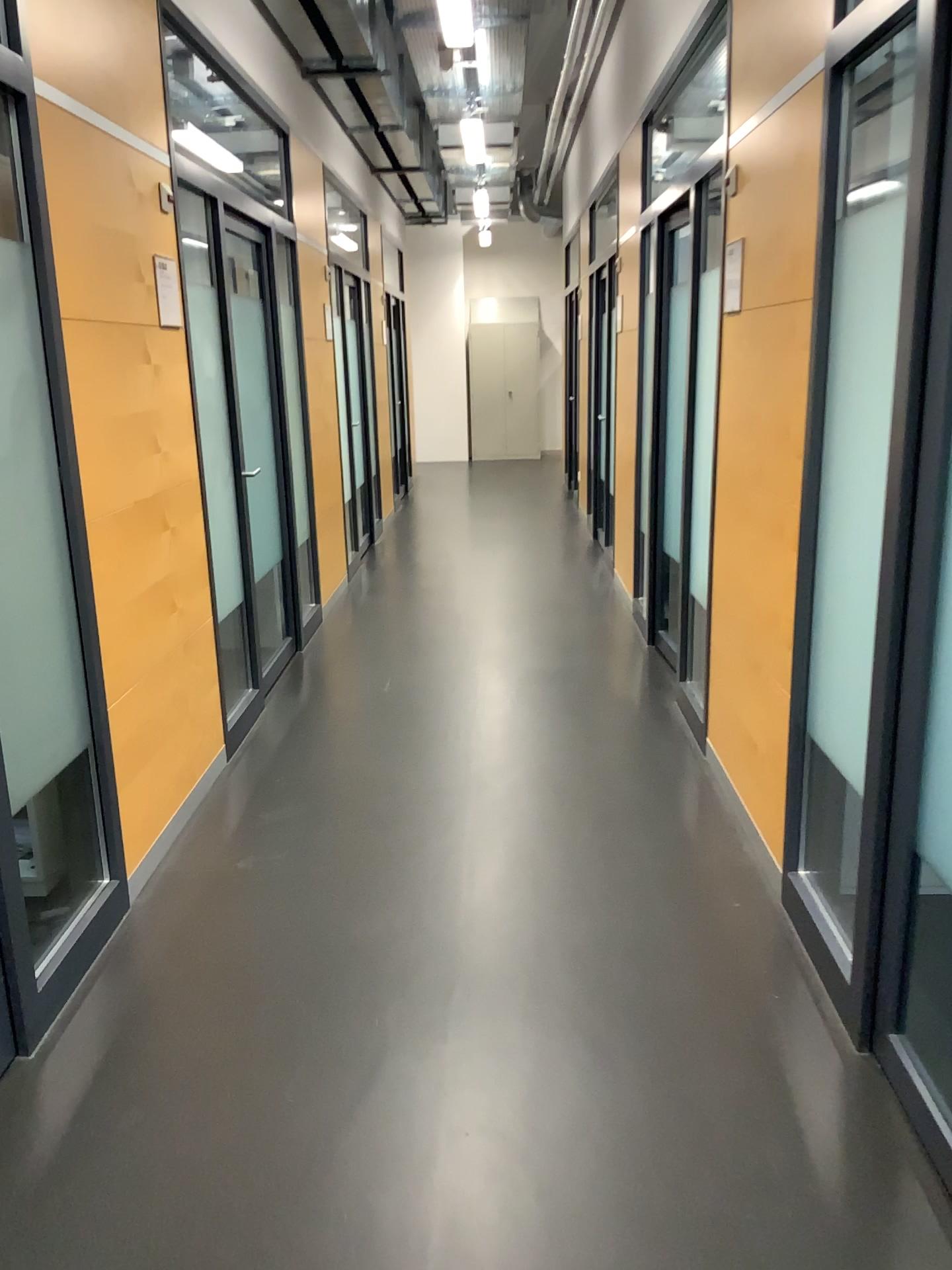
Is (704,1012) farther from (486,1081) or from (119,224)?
(119,224)
